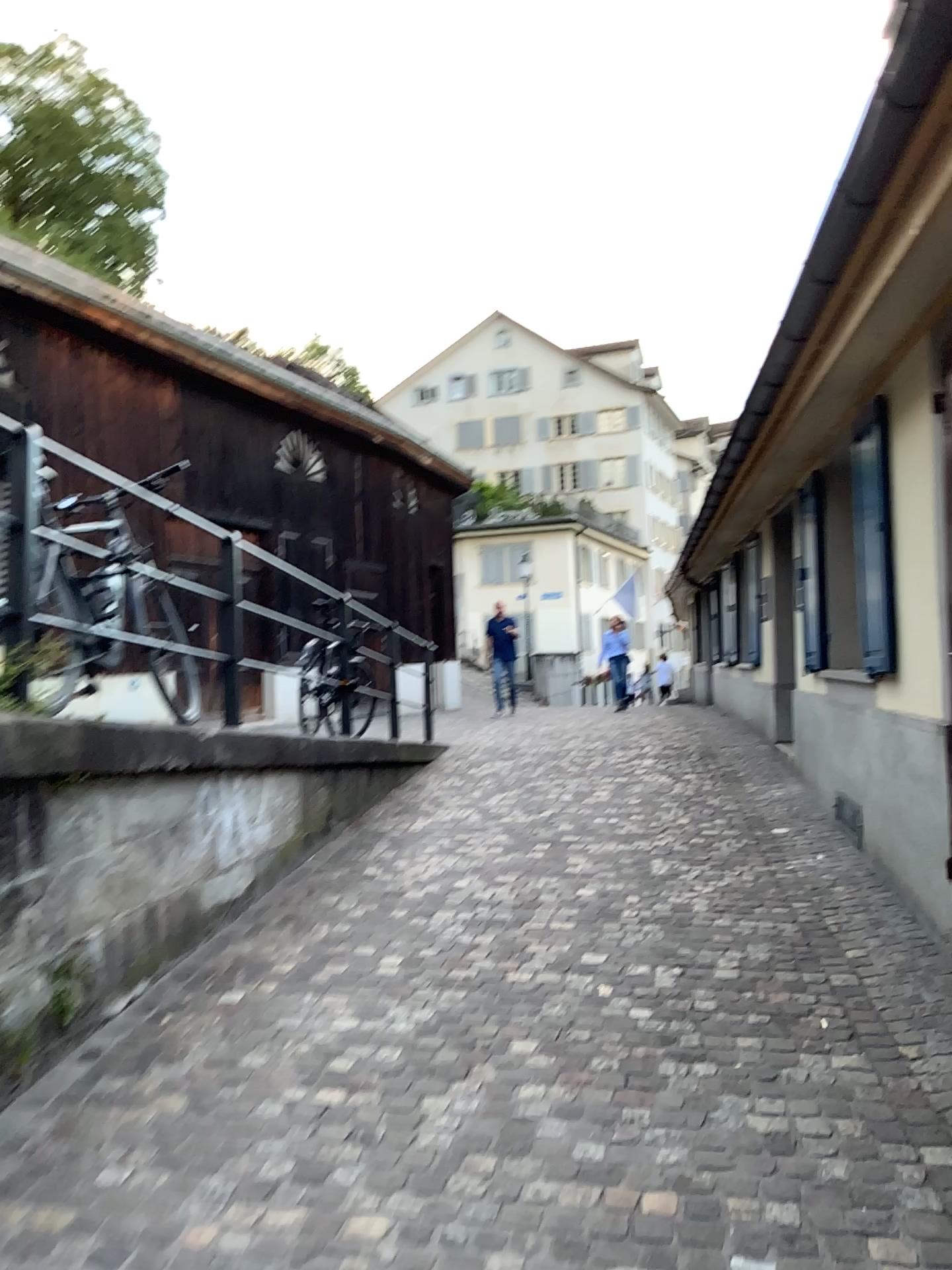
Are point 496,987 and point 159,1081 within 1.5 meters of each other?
yes
